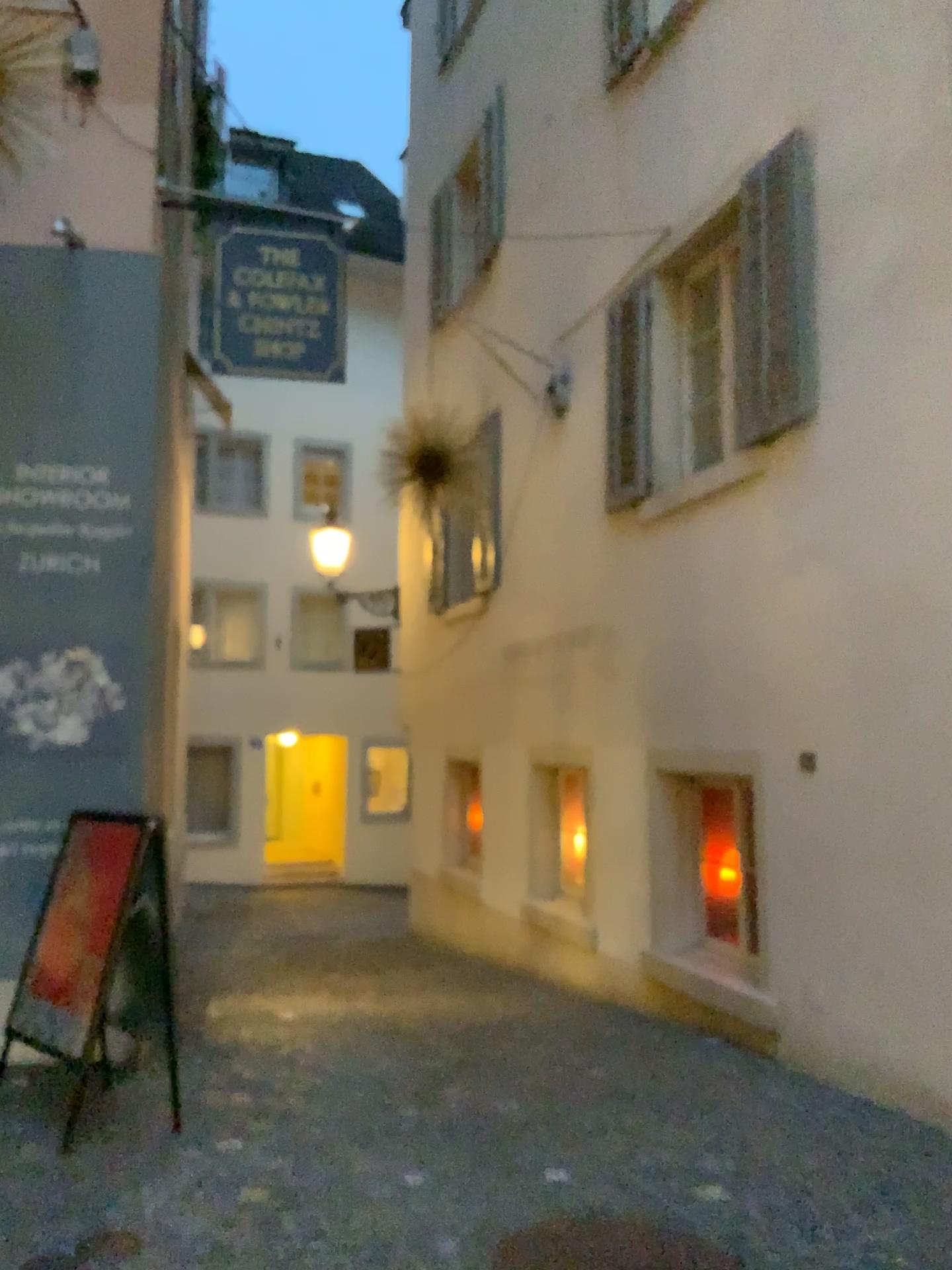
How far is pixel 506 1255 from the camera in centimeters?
302cm

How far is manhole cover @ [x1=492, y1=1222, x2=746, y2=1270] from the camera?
3.02m

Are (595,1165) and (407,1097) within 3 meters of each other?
yes
